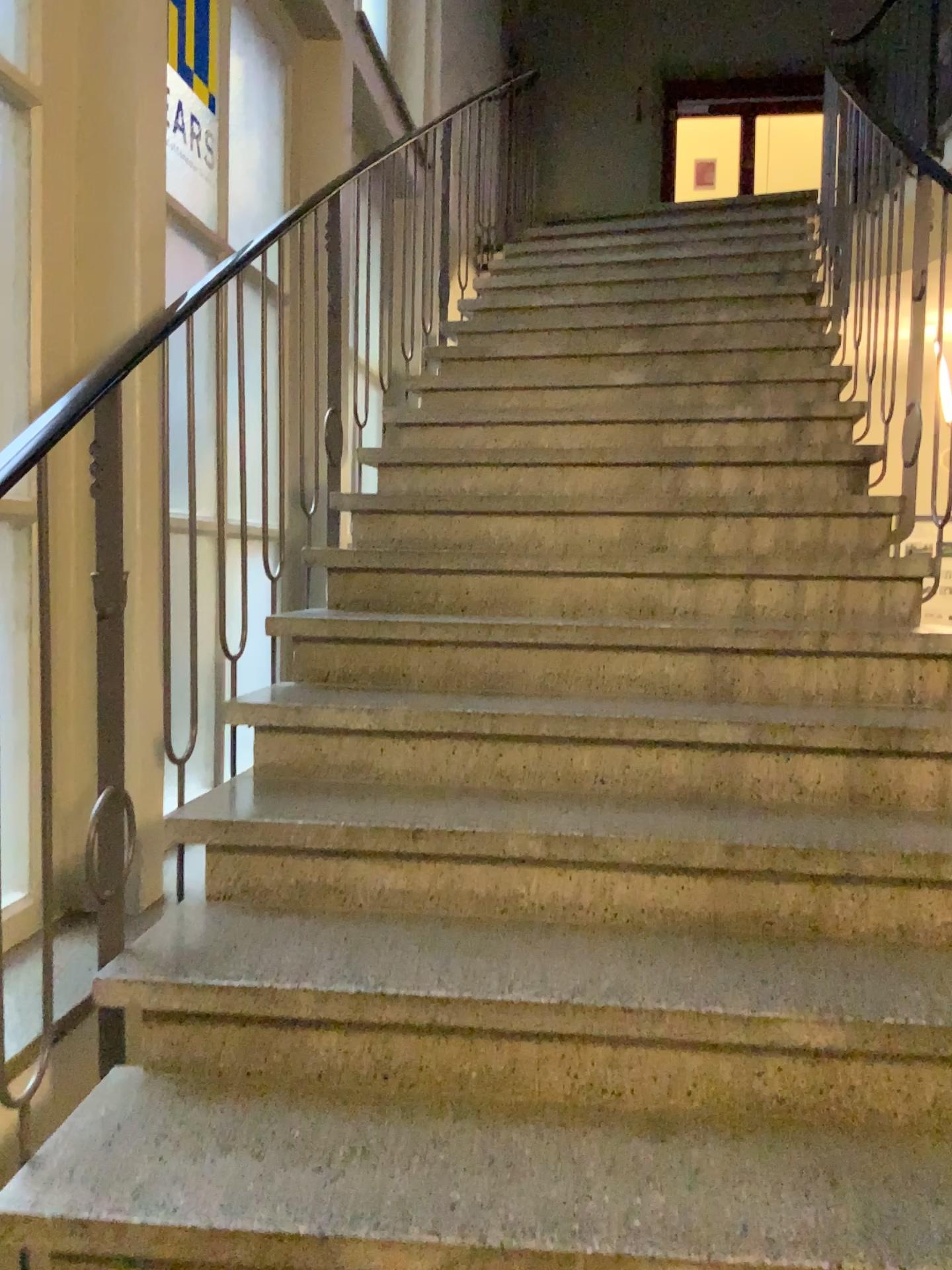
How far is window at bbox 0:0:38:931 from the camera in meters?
2.2 m

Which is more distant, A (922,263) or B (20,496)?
A (922,263)

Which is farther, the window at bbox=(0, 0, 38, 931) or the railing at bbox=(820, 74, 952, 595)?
the railing at bbox=(820, 74, 952, 595)

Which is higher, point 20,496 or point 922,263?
point 922,263

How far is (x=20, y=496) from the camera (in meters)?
2.16

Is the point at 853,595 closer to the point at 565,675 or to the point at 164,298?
the point at 565,675
